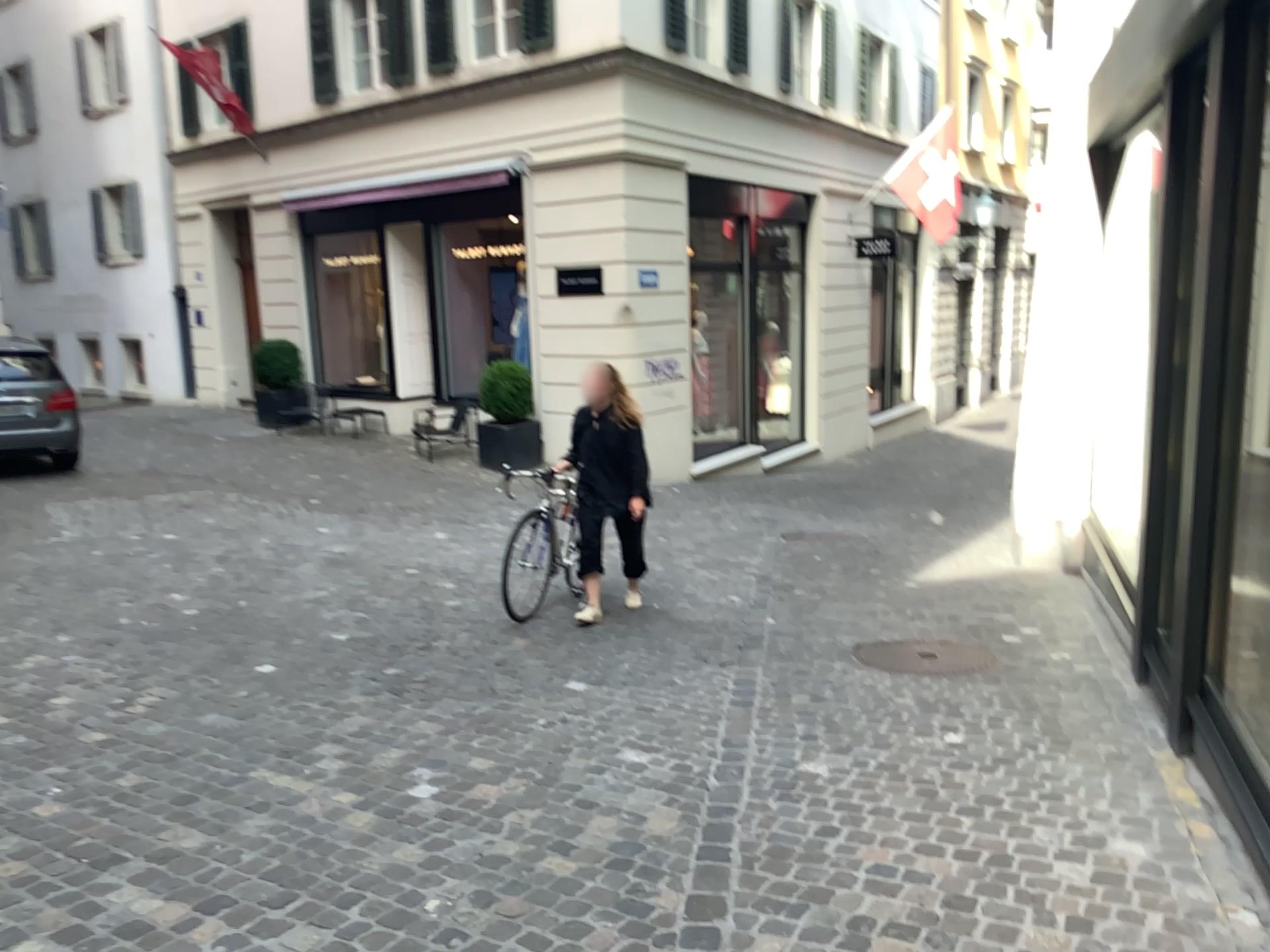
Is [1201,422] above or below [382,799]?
above
